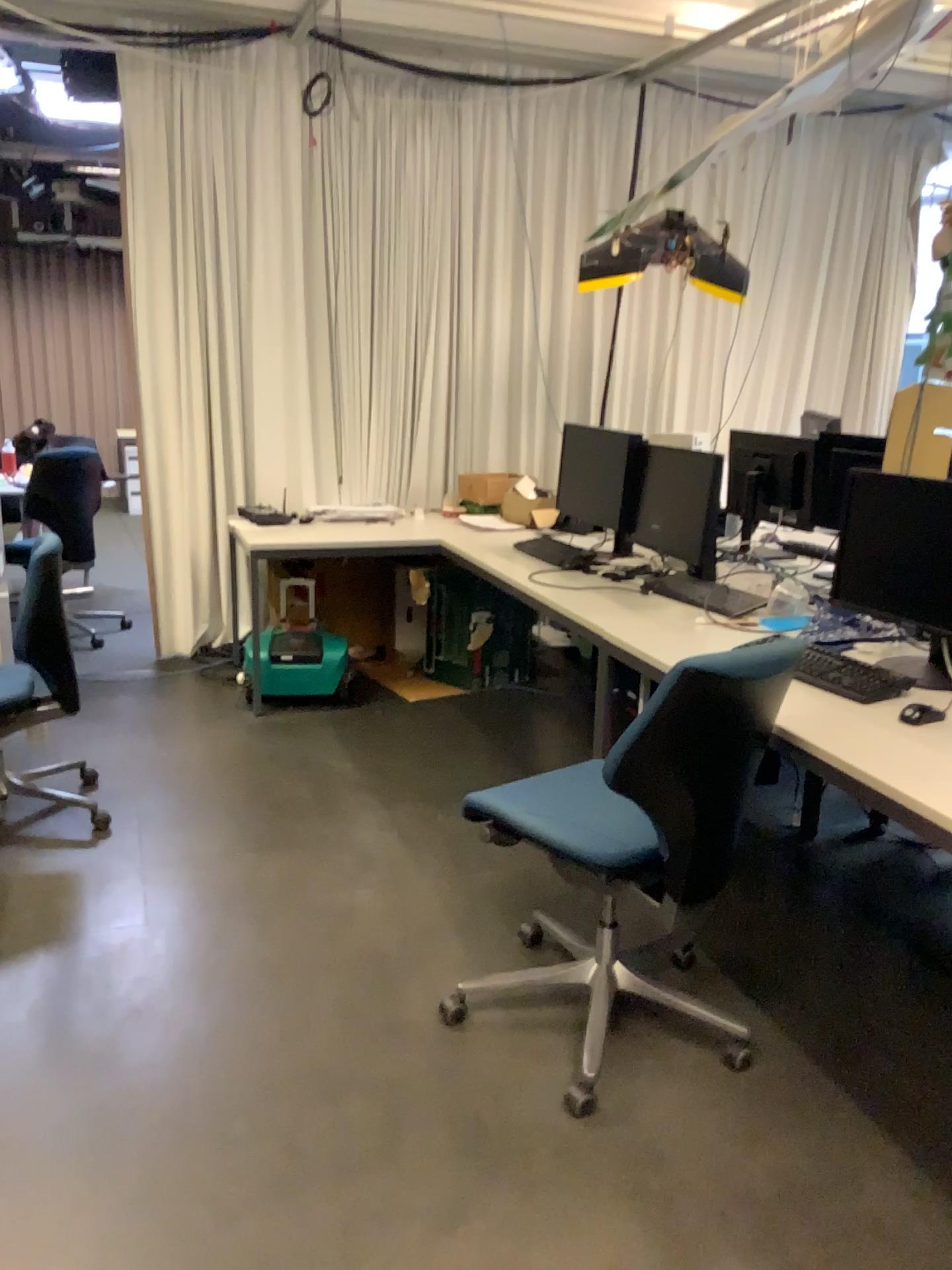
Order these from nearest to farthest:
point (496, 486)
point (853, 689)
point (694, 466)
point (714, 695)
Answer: point (714, 695) < point (853, 689) < point (694, 466) < point (496, 486)

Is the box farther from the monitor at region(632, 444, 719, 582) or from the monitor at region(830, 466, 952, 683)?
the monitor at region(830, 466, 952, 683)

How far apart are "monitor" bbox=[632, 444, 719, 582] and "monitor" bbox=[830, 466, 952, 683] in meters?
0.8

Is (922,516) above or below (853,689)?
above

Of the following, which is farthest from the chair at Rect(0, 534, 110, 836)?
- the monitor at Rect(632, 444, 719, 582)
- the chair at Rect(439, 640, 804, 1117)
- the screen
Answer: the screen

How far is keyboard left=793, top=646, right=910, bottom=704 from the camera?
2.45m

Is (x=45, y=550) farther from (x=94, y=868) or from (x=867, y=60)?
(x=867, y=60)

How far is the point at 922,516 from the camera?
2.6m

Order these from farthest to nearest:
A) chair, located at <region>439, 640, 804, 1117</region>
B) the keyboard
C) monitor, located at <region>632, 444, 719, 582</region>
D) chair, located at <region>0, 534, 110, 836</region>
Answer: monitor, located at <region>632, 444, 719, 582</region> → chair, located at <region>0, 534, 110, 836</region> → the keyboard → chair, located at <region>439, 640, 804, 1117</region>

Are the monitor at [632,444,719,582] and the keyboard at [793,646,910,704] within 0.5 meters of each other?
no
